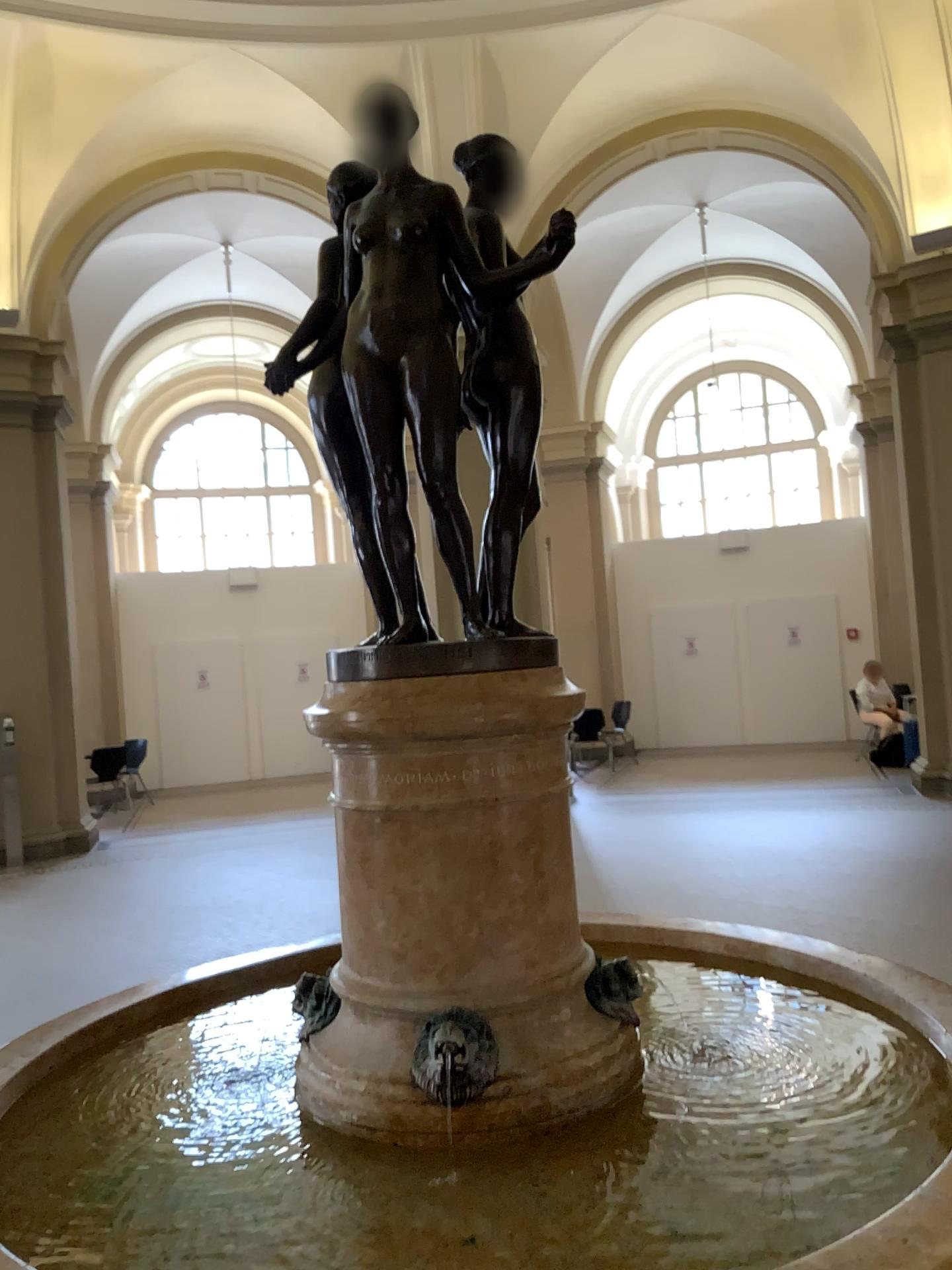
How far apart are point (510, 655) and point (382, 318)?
0.6 meters

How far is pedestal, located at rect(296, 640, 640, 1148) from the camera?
1.8 meters

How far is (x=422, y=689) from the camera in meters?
1.8 m
